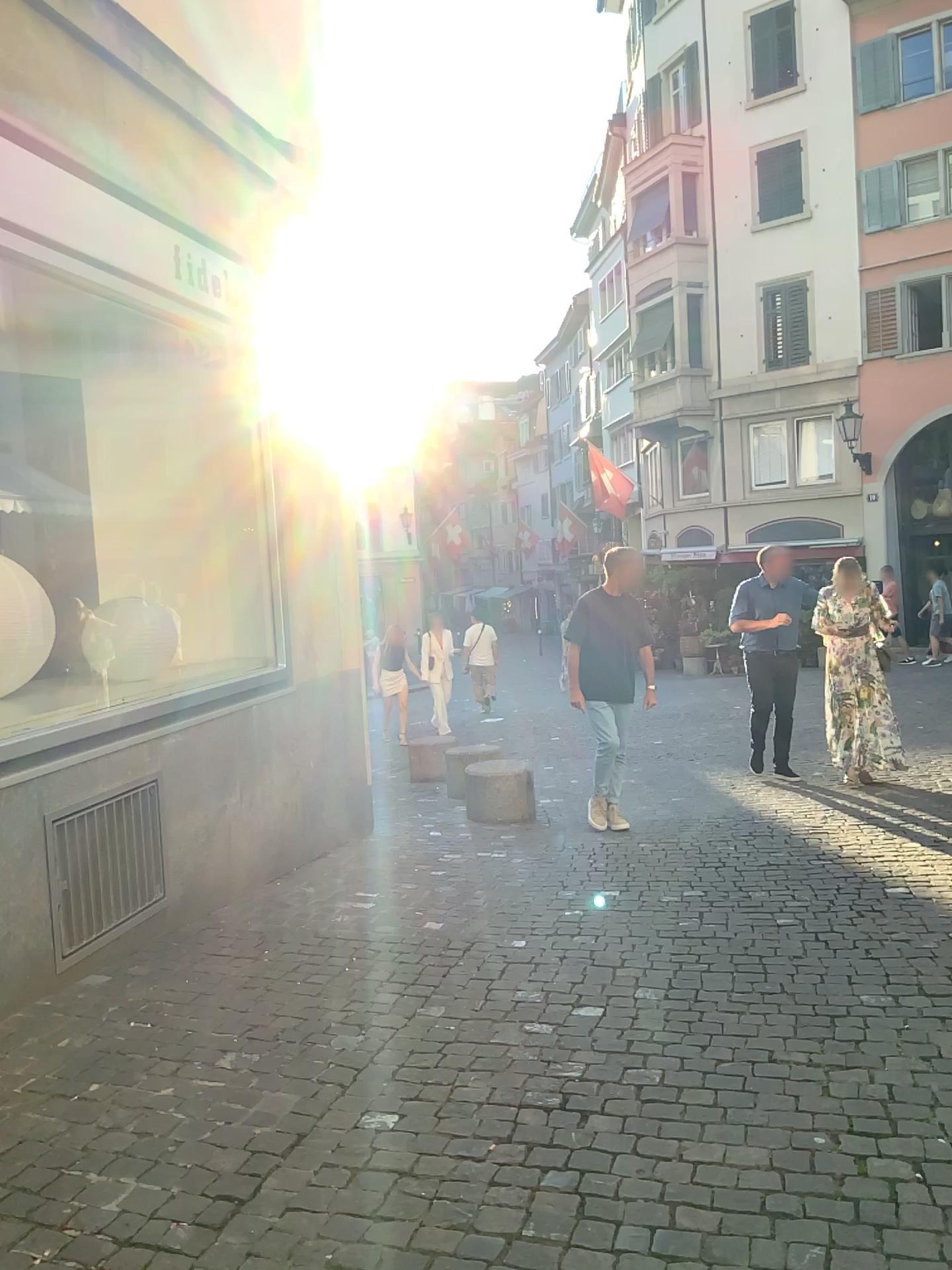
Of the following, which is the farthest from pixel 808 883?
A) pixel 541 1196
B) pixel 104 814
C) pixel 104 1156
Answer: pixel 104 1156
